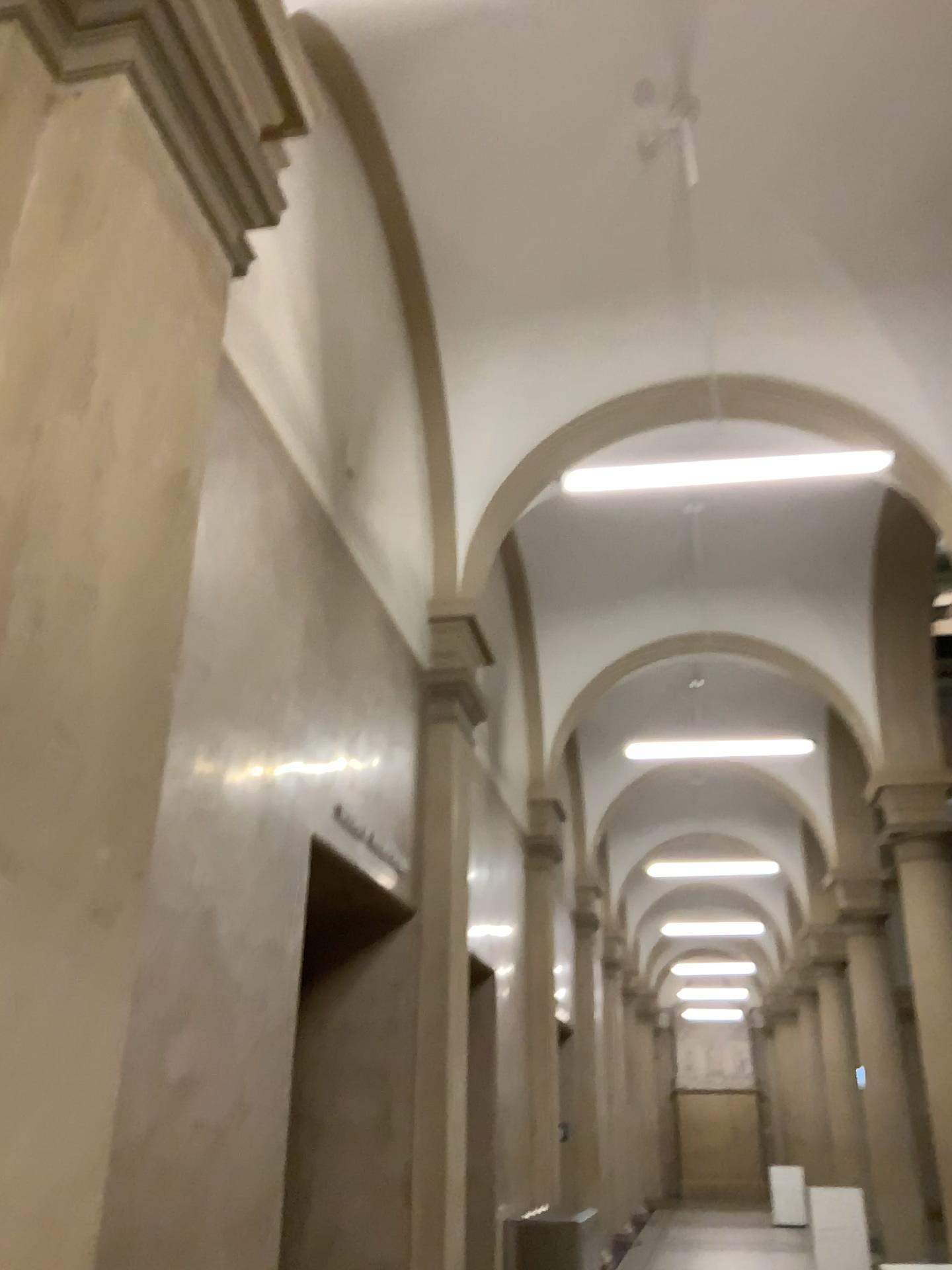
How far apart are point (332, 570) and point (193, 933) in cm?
203
